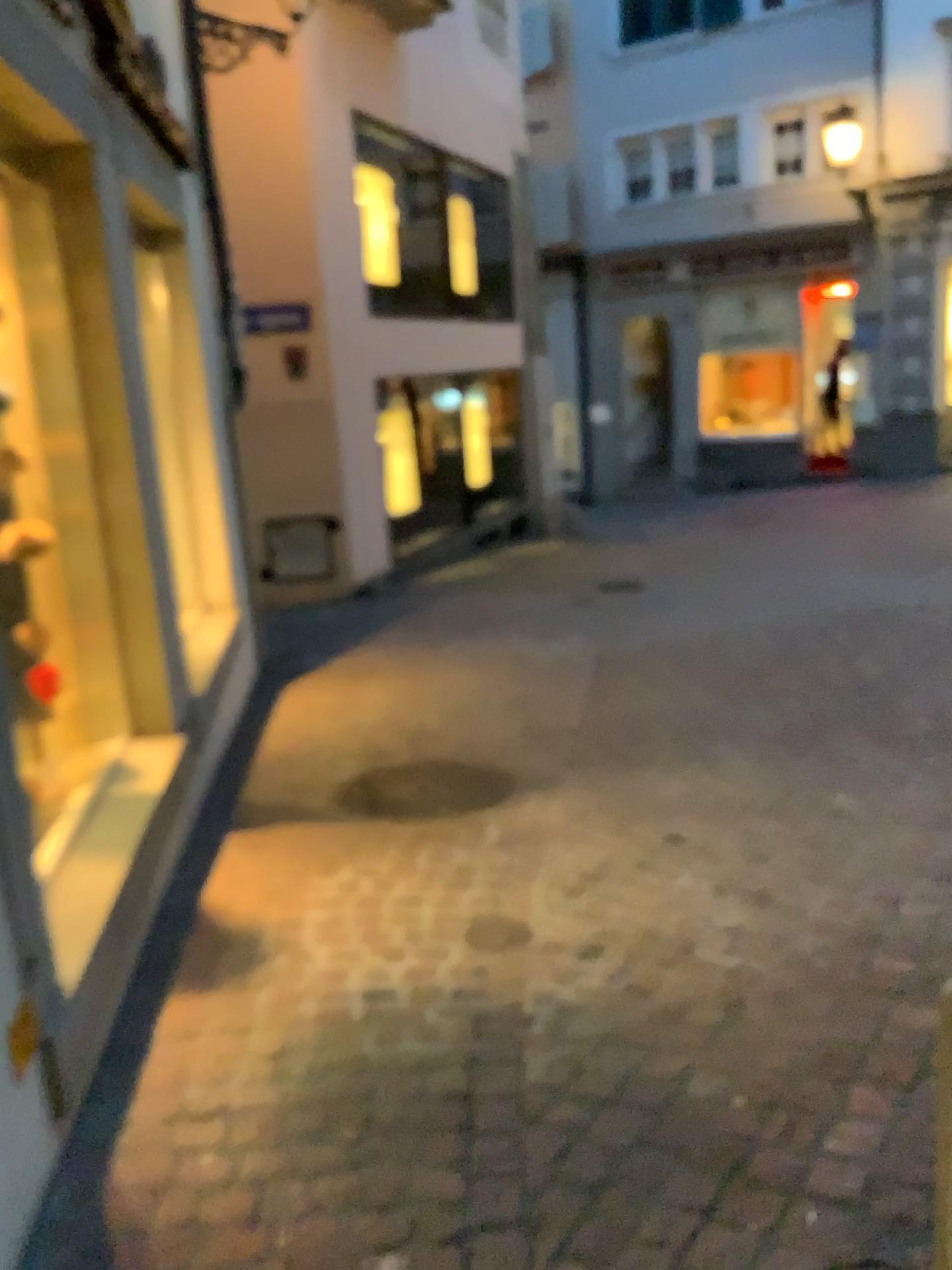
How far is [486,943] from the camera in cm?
285

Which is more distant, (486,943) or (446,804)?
(446,804)

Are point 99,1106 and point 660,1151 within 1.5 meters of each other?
yes

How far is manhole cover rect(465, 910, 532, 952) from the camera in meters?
2.8

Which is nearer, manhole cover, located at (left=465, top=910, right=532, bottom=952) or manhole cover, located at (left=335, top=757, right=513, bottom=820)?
manhole cover, located at (left=465, top=910, right=532, bottom=952)
